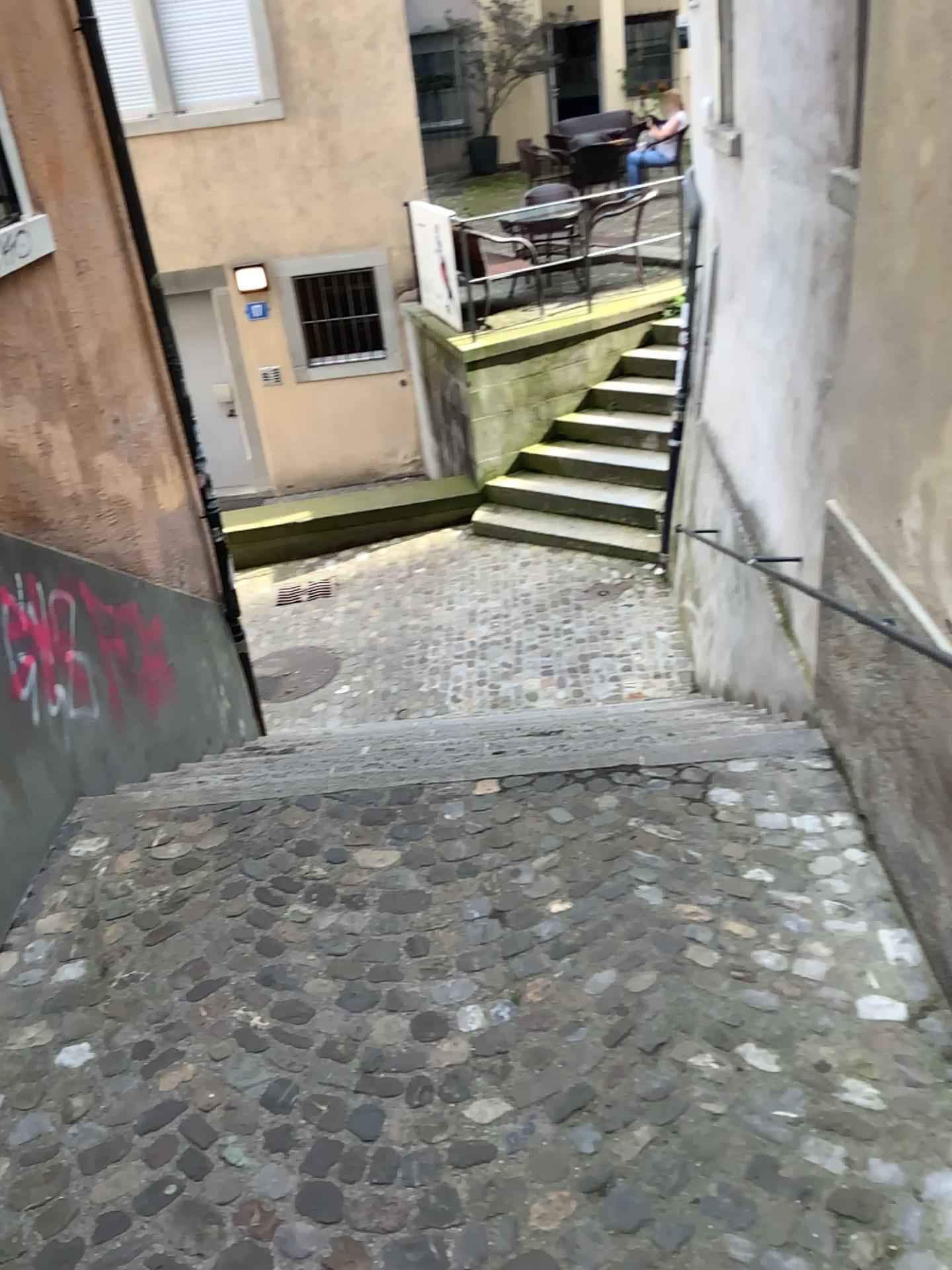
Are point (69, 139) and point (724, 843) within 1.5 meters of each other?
no
